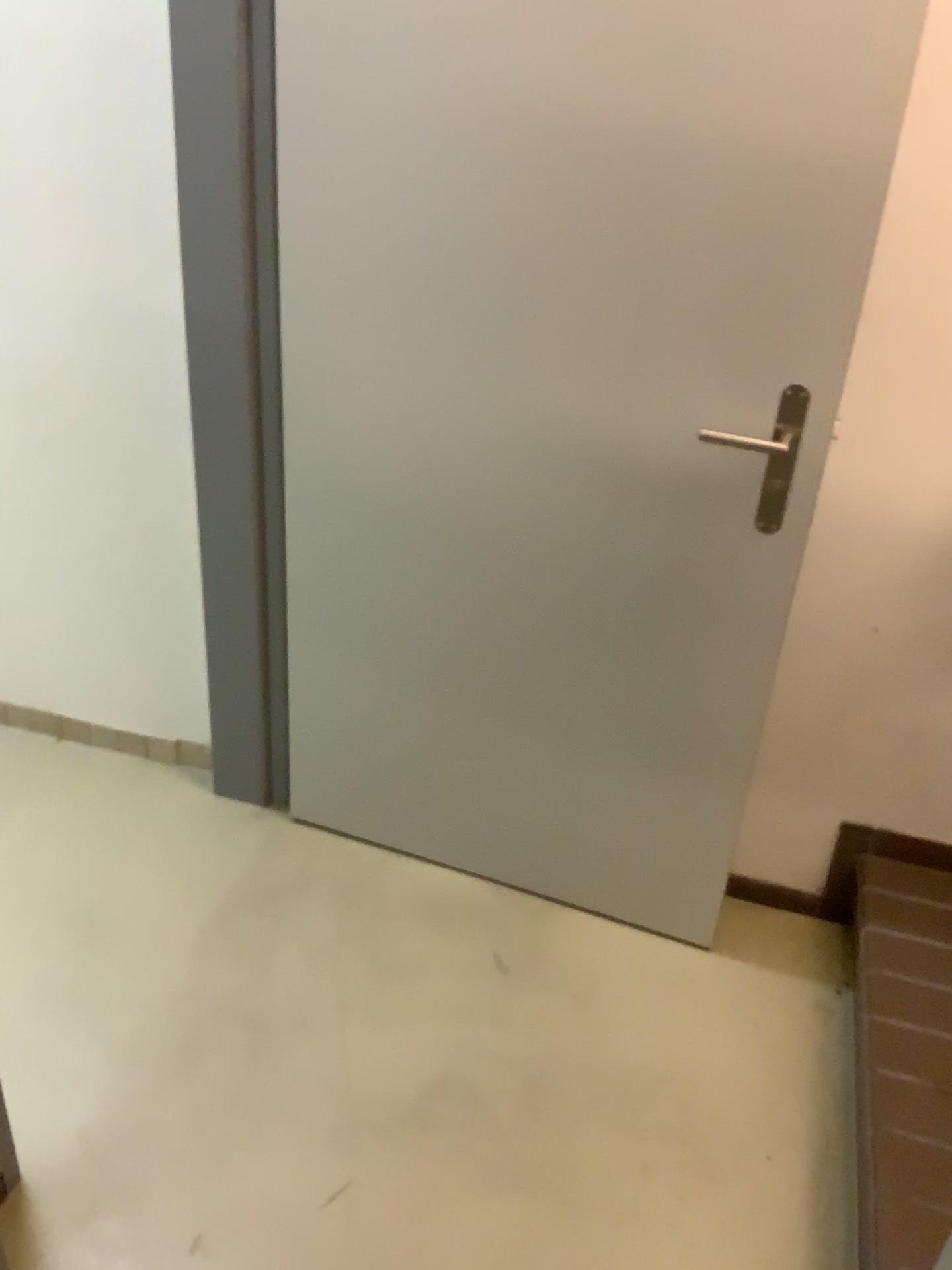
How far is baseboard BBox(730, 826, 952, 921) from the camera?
2.0m

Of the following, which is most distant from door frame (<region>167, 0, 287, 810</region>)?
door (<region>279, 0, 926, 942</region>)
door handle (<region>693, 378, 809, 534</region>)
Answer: door handle (<region>693, 378, 809, 534</region>)

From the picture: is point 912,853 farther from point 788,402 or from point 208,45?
point 208,45

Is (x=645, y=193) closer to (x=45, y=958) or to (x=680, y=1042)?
(x=680, y=1042)

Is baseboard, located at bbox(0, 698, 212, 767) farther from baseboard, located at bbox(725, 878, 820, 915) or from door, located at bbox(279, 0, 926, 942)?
baseboard, located at bbox(725, 878, 820, 915)

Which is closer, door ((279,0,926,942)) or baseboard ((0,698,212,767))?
door ((279,0,926,942))

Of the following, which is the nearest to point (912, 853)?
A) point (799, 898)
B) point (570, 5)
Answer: point (799, 898)

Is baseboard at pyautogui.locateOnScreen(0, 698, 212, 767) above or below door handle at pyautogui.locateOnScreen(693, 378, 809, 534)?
below

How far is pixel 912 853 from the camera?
2.0m

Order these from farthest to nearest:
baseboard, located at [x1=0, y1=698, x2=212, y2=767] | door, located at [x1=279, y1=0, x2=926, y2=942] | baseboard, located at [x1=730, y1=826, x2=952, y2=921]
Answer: baseboard, located at [x1=0, y1=698, x2=212, y2=767] < baseboard, located at [x1=730, y1=826, x2=952, y2=921] < door, located at [x1=279, y1=0, x2=926, y2=942]
